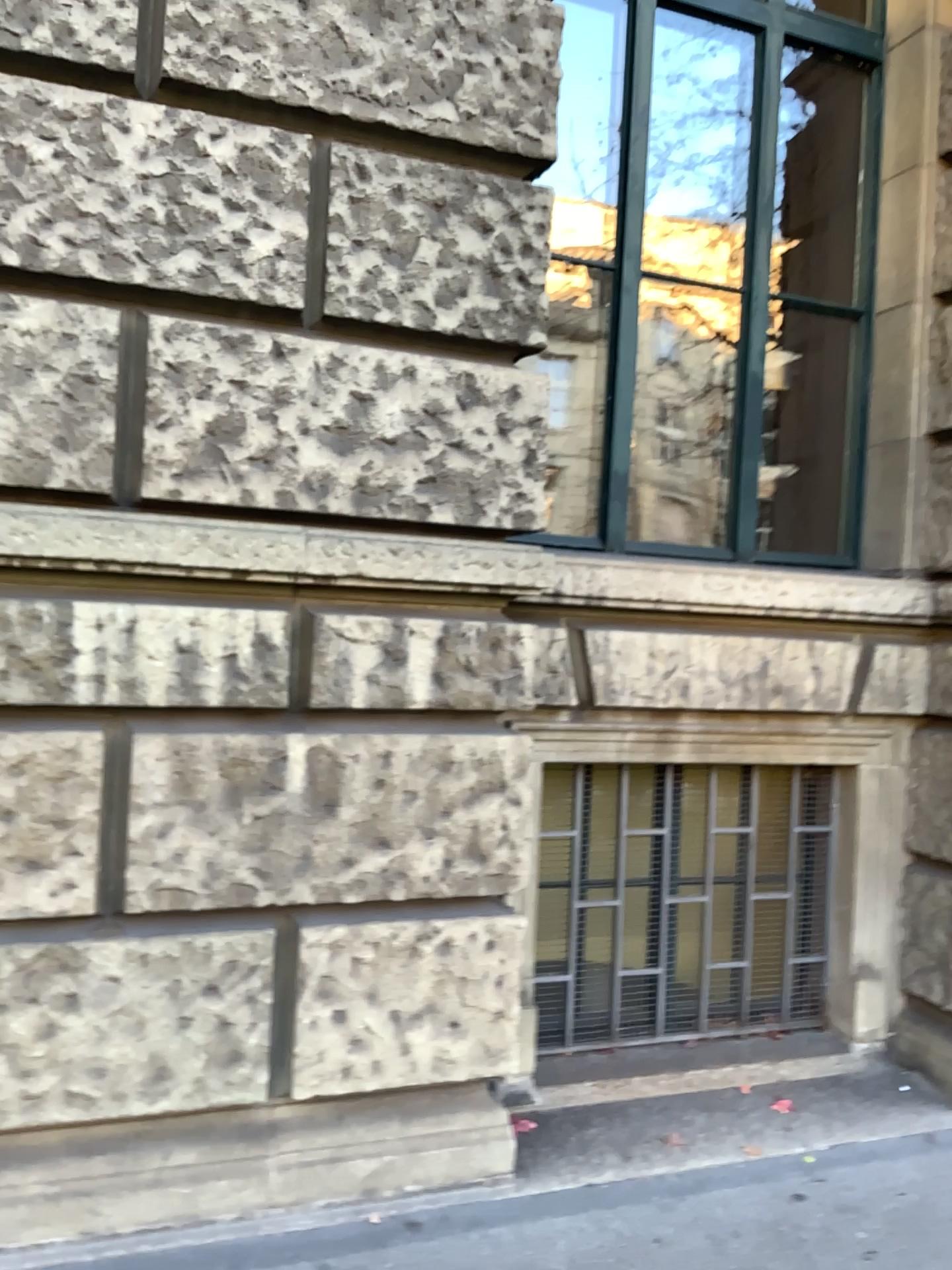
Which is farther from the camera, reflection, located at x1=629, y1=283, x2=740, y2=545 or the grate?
reflection, located at x1=629, y1=283, x2=740, y2=545

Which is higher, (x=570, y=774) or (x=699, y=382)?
(x=699, y=382)

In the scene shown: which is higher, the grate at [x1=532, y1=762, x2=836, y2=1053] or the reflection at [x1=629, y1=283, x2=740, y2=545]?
the reflection at [x1=629, y1=283, x2=740, y2=545]

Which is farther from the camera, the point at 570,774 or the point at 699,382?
the point at 699,382

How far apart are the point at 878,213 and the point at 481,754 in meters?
2.6
